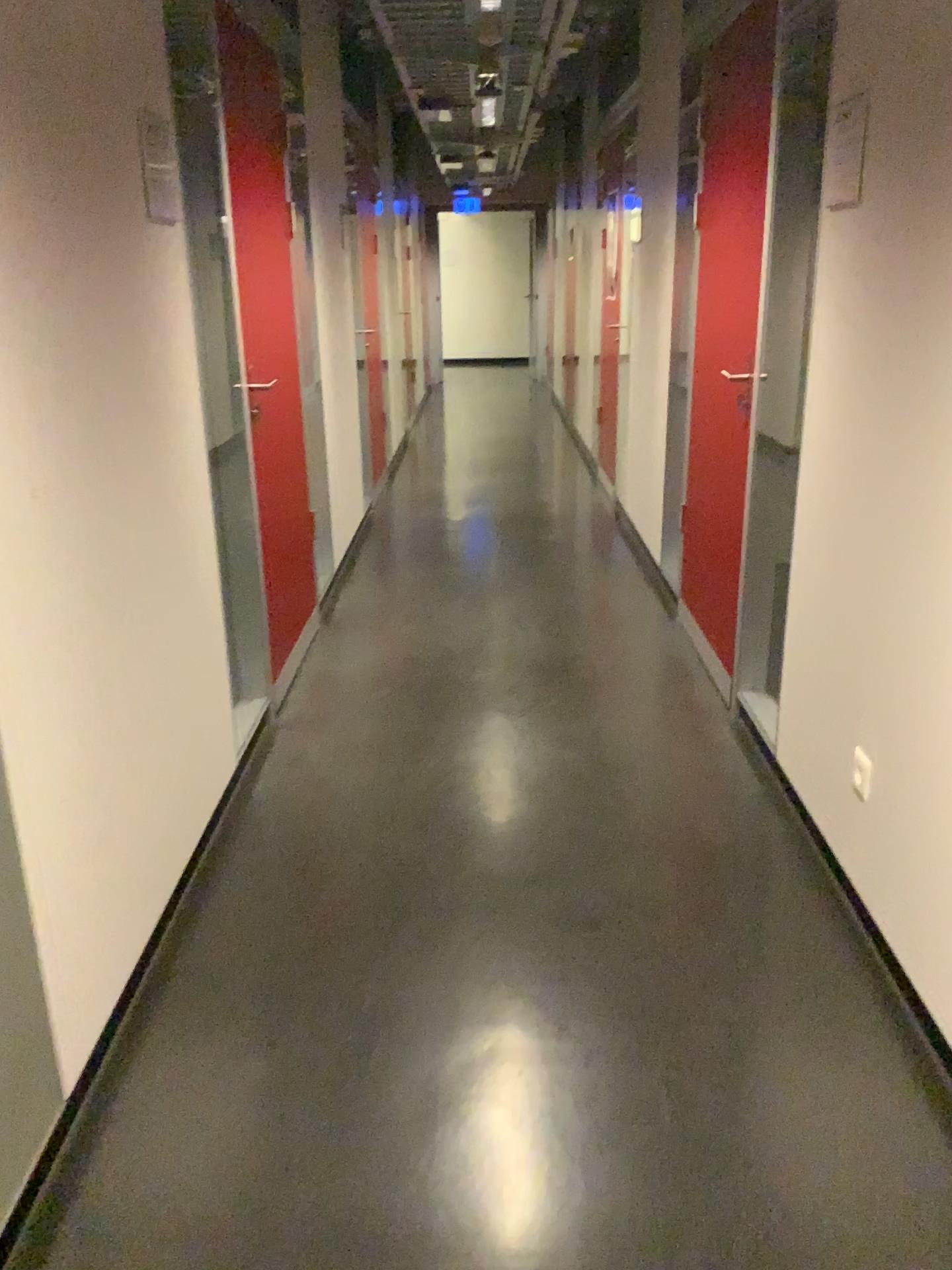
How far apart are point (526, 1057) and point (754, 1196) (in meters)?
0.46

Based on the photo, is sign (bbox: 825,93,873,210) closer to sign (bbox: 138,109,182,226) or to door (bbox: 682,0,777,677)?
door (bbox: 682,0,777,677)

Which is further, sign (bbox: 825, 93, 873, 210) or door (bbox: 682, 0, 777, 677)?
door (bbox: 682, 0, 777, 677)

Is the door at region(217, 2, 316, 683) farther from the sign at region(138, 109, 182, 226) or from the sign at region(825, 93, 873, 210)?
the sign at region(825, 93, 873, 210)

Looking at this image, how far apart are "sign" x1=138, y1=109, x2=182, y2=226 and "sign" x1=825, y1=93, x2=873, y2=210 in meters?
1.4

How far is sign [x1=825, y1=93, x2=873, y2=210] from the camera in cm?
209

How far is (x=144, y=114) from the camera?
2.22m

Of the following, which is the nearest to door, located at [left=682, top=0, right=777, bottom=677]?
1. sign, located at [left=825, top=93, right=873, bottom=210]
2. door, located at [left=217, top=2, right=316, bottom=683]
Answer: sign, located at [left=825, top=93, right=873, bottom=210]

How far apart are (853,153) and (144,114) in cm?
146

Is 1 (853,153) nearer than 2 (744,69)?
Yes
